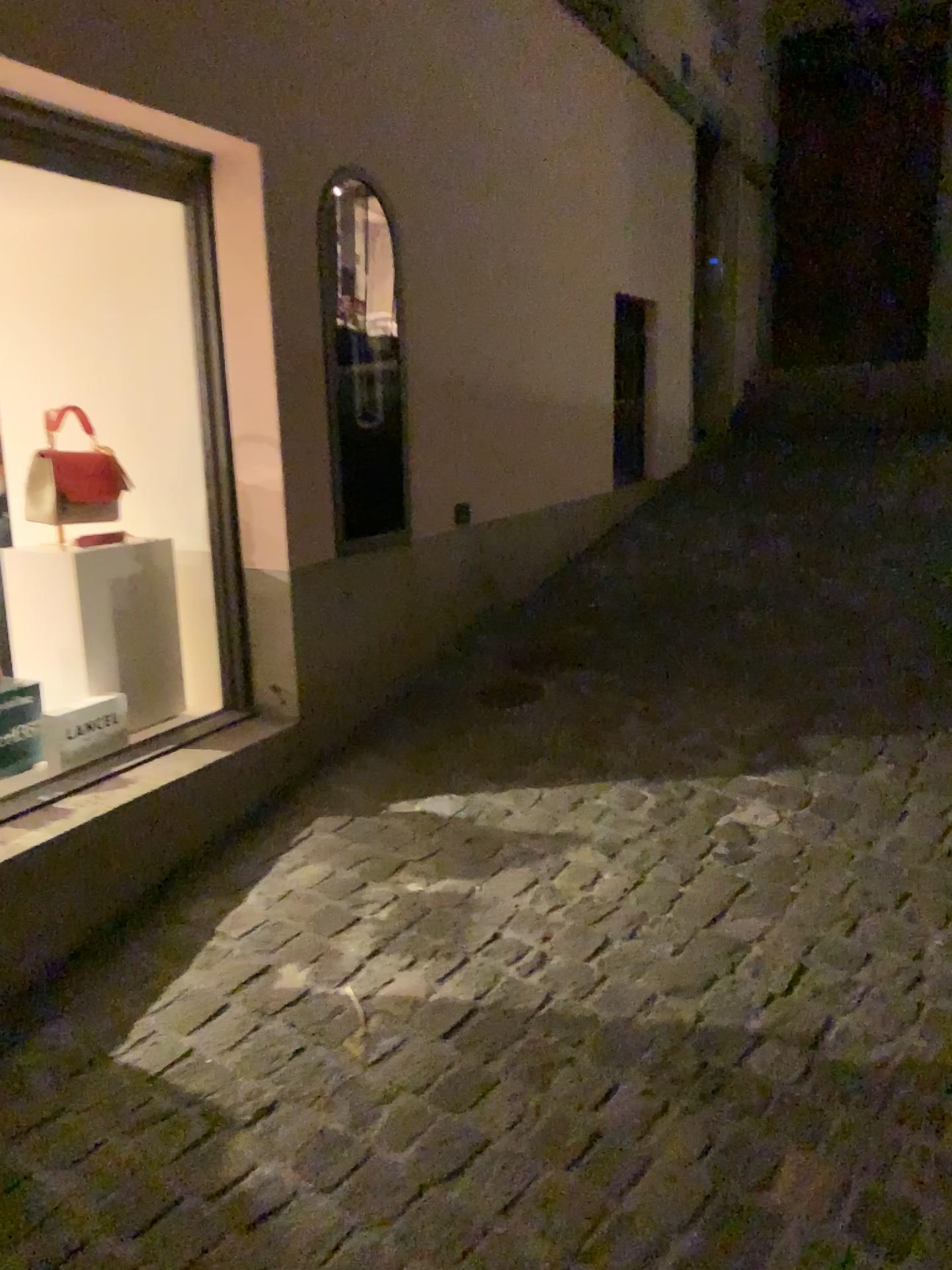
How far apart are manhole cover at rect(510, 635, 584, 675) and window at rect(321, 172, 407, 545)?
0.60m

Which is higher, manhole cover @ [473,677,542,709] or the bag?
the bag

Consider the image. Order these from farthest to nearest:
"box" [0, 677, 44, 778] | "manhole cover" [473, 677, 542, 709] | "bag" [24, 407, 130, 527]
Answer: "manhole cover" [473, 677, 542, 709] < "bag" [24, 407, 130, 527] < "box" [0, 677, 44, 778]

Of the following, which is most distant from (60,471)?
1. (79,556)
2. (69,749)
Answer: (69,749)

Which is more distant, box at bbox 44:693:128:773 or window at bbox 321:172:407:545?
Result: window at bbox 321:172:407:545

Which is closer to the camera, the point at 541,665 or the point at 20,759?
the point at 20,759

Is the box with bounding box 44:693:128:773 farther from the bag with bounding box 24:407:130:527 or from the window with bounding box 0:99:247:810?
the bag with bounding box 24:407:130:527

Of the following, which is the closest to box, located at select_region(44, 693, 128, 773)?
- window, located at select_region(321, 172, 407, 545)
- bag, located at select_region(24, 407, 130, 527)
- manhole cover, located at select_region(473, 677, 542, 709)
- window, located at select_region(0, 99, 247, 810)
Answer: window, located at select_region(0, 99, 247, 810)

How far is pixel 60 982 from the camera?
2.1 meters

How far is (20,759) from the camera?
2.5 meters
